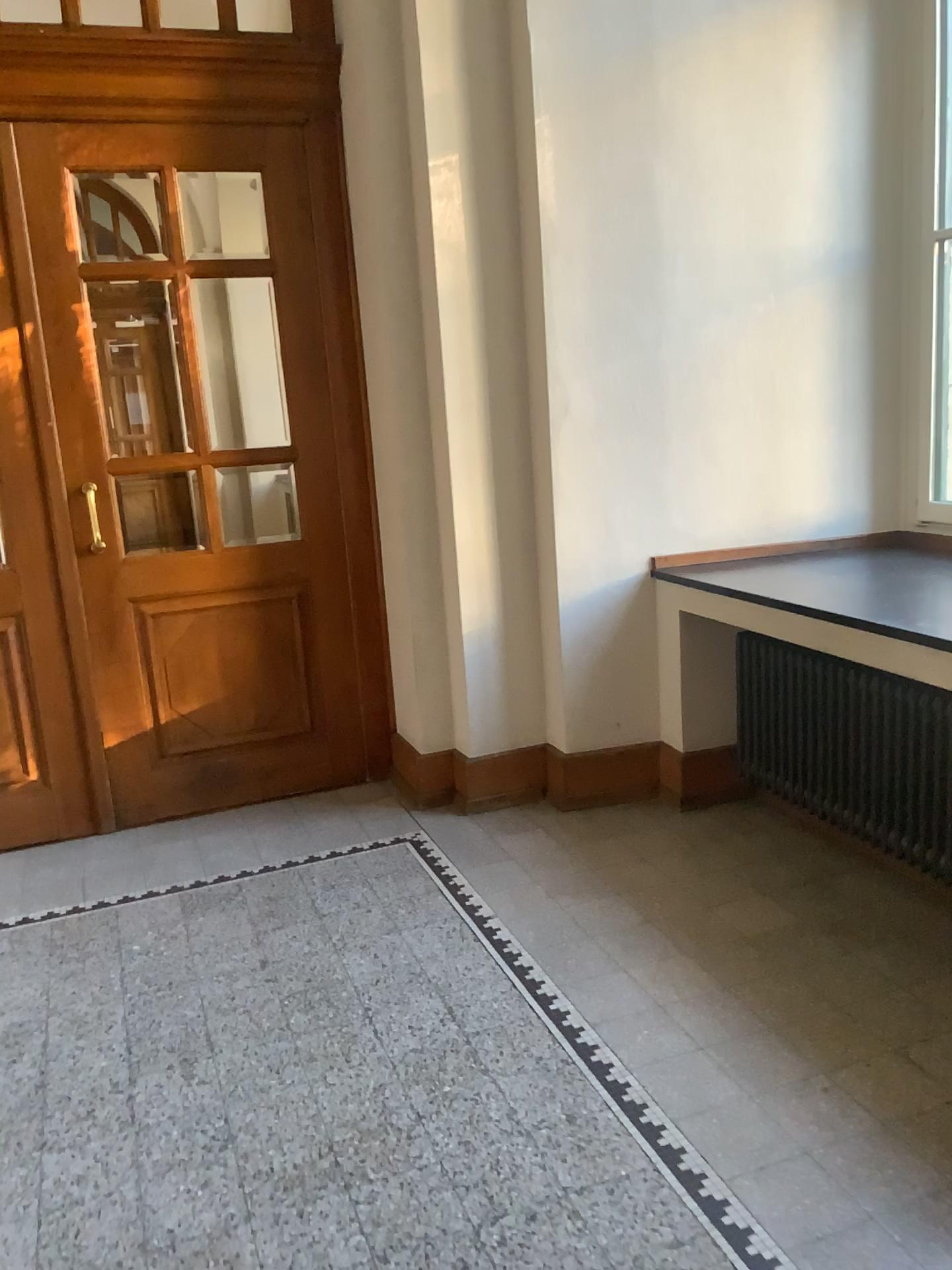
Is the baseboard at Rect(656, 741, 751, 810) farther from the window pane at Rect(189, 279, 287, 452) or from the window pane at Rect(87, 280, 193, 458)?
the window pane at Rect(87, 280, 193, 458)

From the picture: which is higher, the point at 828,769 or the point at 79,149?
the point at 79,149

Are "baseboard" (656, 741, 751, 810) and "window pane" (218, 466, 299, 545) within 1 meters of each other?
no

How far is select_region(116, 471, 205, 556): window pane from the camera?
4.03m

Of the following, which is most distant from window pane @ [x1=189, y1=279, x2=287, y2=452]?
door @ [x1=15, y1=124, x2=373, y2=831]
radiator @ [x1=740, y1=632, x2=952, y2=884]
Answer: radiator @ [x1=740, y1=632, x2=952, y2=884]

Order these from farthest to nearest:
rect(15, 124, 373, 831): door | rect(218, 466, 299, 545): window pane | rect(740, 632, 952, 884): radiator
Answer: rect(218, 466, 299, 545): window pane
rect(15, 124, 373, 831): door
rect(740, 632, 952, 884): radiator

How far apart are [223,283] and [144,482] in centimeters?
81cm

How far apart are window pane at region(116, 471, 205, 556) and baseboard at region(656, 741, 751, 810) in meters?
2.0

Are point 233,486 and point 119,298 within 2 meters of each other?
yes

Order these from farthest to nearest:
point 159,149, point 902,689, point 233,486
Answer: point 233,486, point 159,149, point 902,689
